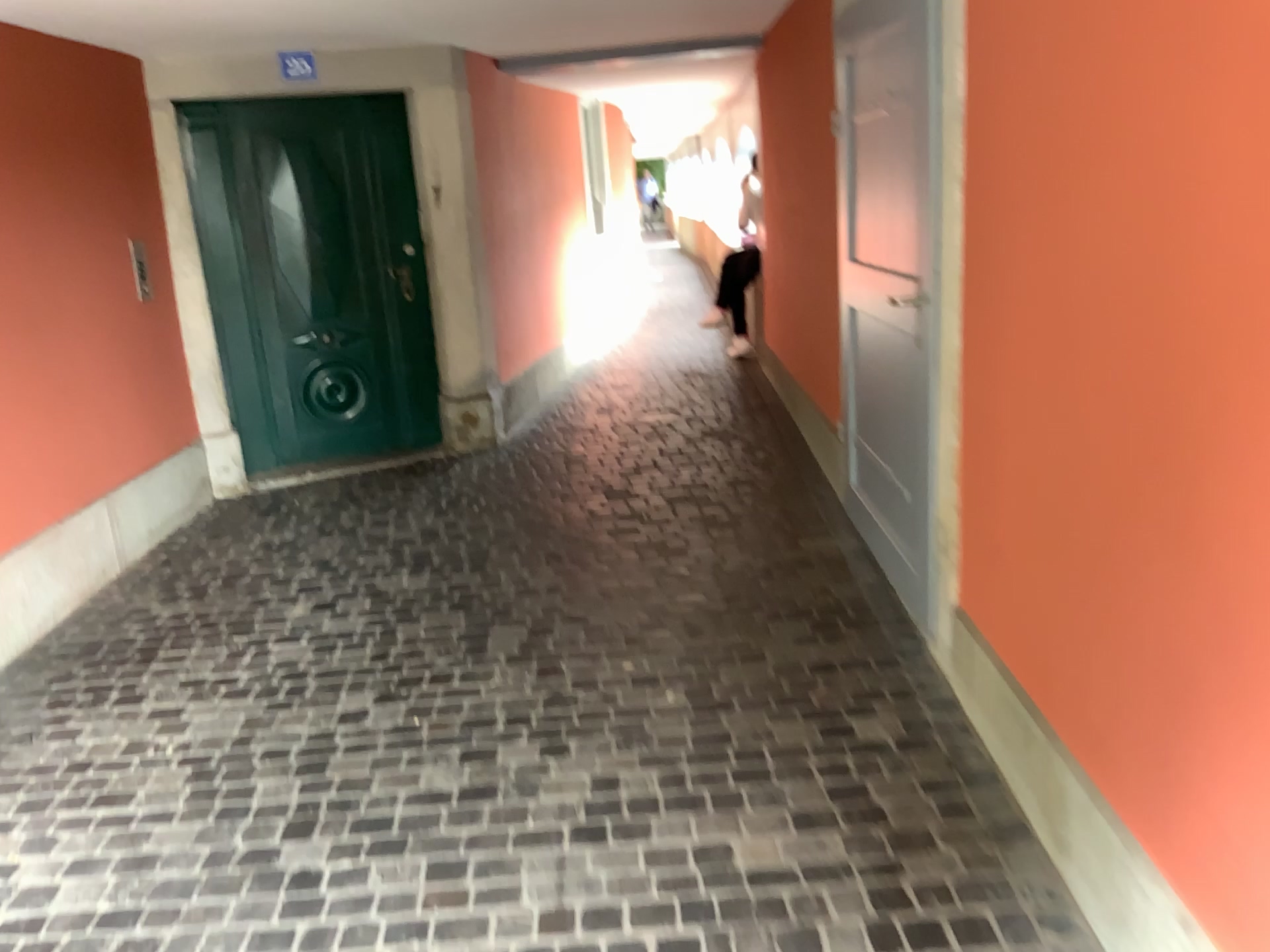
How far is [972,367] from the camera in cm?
270
